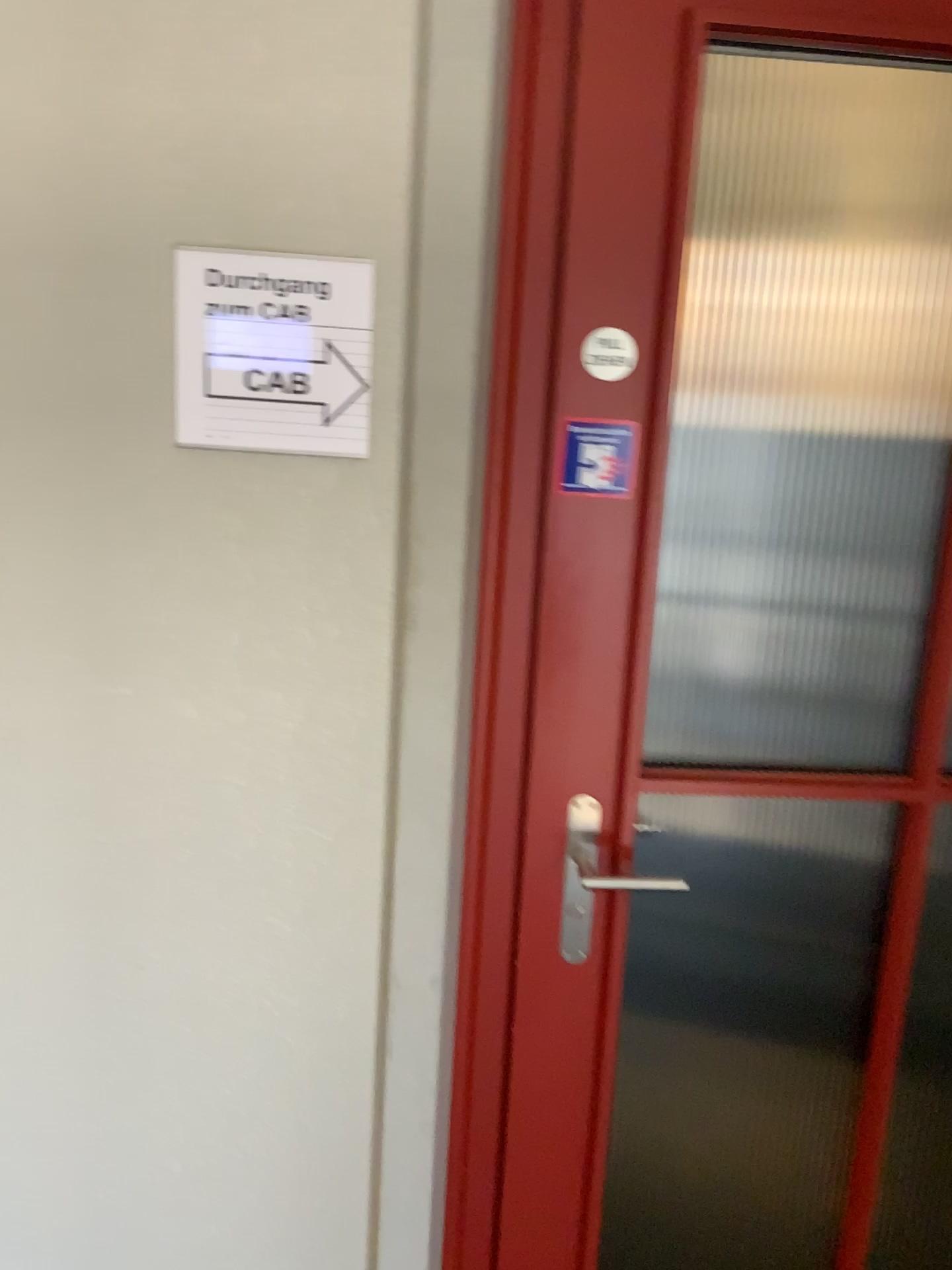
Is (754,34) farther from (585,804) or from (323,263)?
(585,804)

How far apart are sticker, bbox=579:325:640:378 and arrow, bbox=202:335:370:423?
0.28m

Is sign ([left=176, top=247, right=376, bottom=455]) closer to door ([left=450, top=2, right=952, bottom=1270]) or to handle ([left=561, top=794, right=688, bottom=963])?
door ([left=450, top=2, right=952, bottom=1270])

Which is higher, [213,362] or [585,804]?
[213,362]

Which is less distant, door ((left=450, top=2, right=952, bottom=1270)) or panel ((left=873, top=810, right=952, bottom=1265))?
door ((left=450, top=2, right=952, bottom=1270))

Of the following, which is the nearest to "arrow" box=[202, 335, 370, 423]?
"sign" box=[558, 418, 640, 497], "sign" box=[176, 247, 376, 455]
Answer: "sign" box=[176, 247, 376, 455]

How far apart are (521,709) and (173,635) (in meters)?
0.44

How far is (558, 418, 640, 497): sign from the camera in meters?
1.3 m

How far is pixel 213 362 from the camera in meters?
1.2 m

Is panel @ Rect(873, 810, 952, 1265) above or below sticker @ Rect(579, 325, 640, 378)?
below
